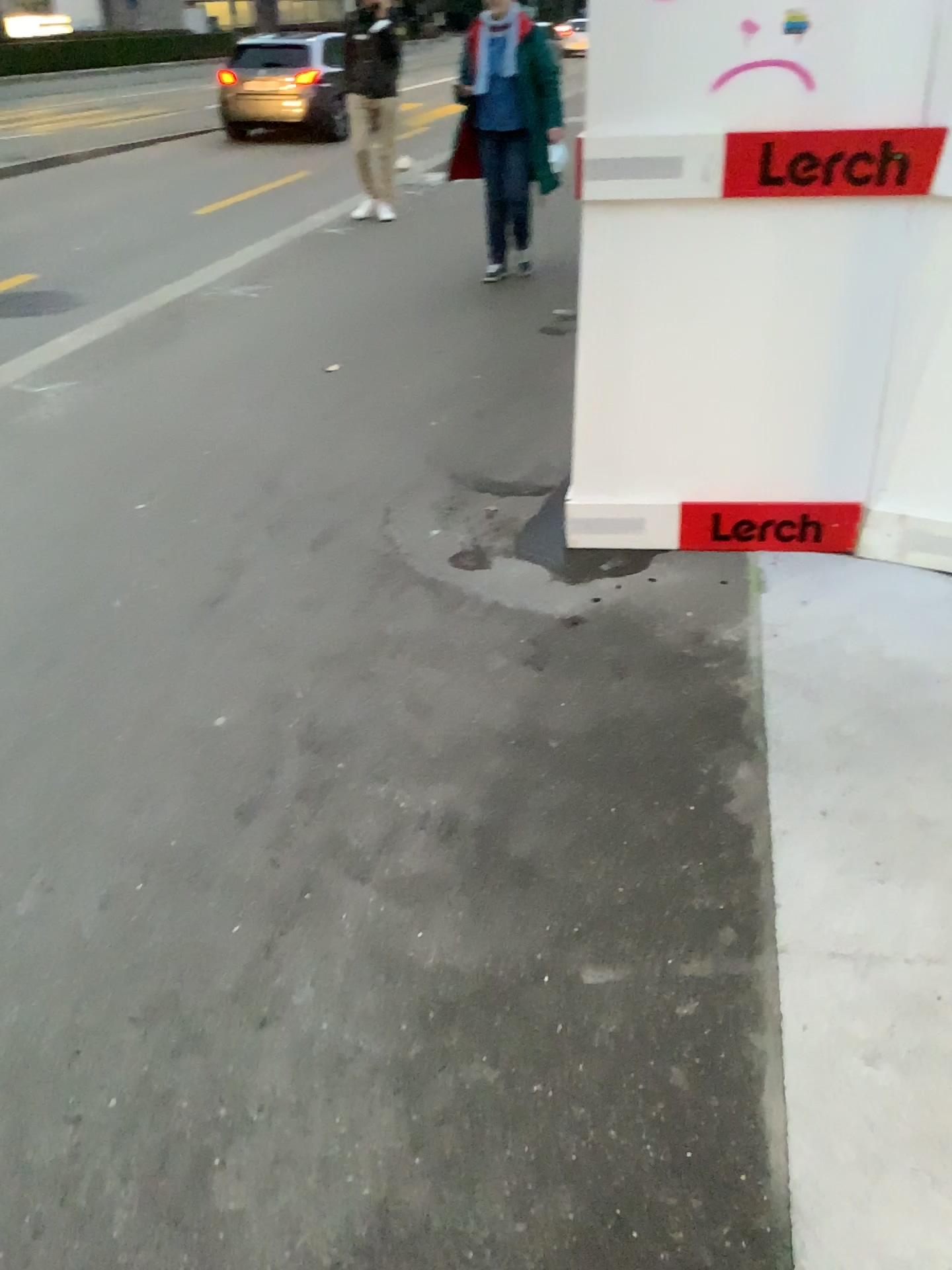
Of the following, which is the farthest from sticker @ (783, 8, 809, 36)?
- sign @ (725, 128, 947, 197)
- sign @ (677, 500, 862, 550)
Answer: sign @ (677, 500, 862, 550)

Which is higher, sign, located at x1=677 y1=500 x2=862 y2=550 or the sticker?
the sticker

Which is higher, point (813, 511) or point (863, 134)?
point (863, 134)

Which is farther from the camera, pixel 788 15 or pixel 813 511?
pixel 813 511

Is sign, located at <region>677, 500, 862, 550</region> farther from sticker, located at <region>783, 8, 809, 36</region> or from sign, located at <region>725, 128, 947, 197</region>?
sticker, located at <region>783, 8, 809, 36</region>

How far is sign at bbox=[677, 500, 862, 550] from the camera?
3.00m

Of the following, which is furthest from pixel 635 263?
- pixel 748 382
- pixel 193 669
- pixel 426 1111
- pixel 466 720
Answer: pixel 426 1111

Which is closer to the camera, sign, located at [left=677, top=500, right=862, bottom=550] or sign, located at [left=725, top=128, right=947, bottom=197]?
sign, located at [left=725, top=128, right=947, bottom=197]

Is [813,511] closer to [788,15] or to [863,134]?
[863,134]

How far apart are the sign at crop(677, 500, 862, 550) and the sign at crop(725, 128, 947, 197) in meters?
0.9
